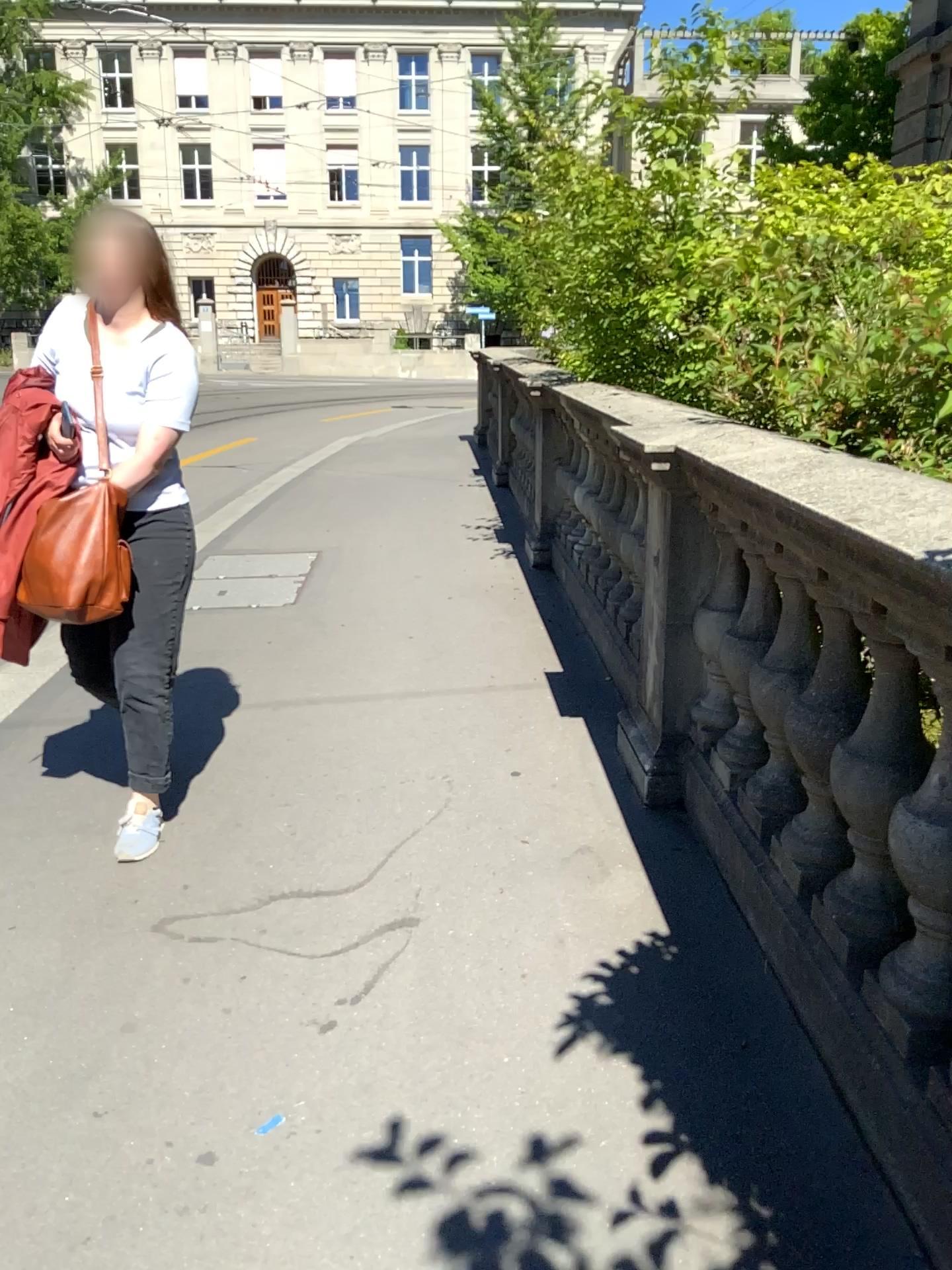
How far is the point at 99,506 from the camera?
2.7m

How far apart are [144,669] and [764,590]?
1.6 meters

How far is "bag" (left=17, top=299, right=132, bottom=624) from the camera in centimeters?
269cm
